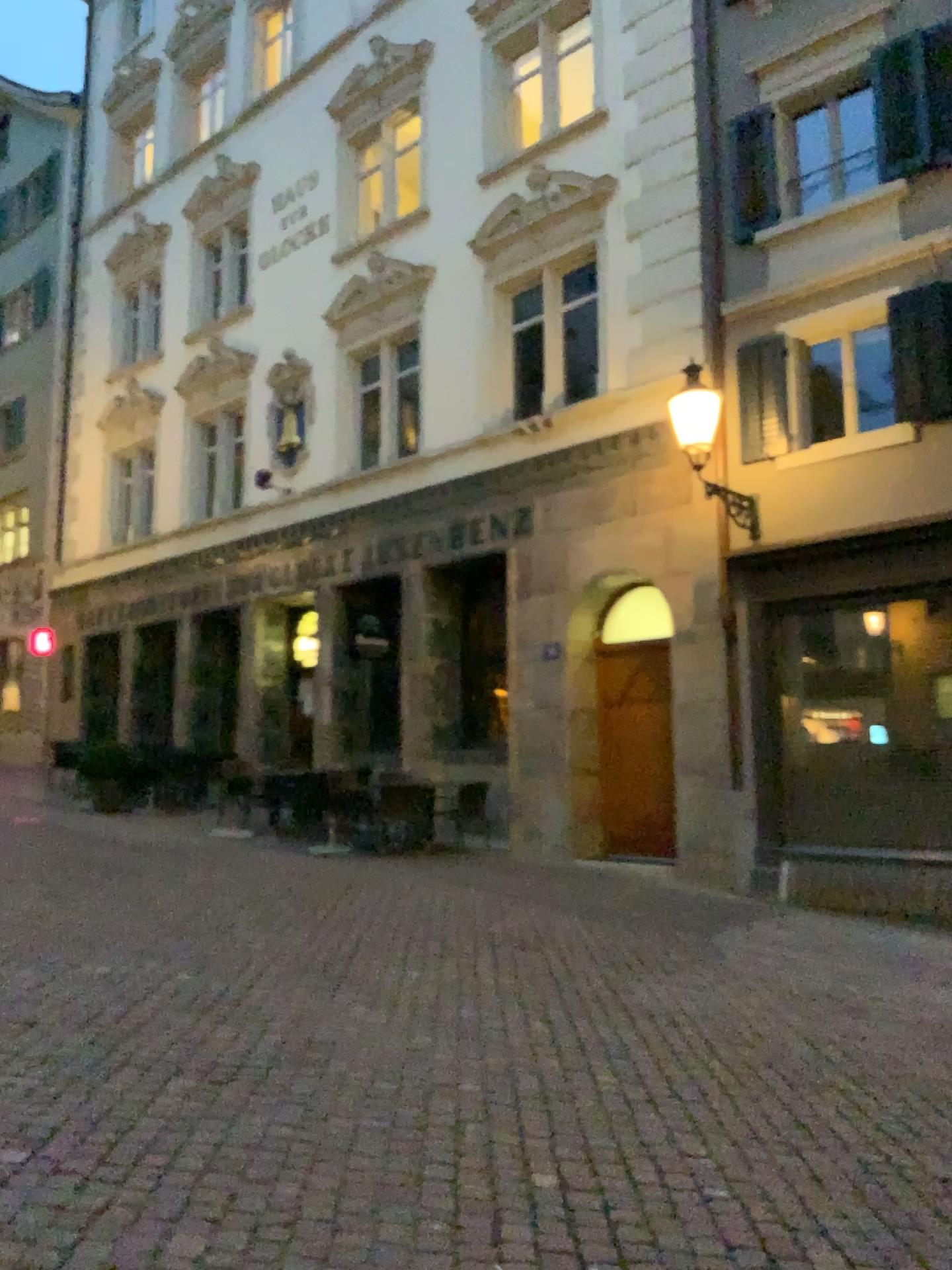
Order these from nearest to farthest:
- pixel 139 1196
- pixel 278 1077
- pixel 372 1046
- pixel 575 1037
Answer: pixel 139 1196 < pixel 278 1077 < pixel 372 1046 < pixel 575 1037
